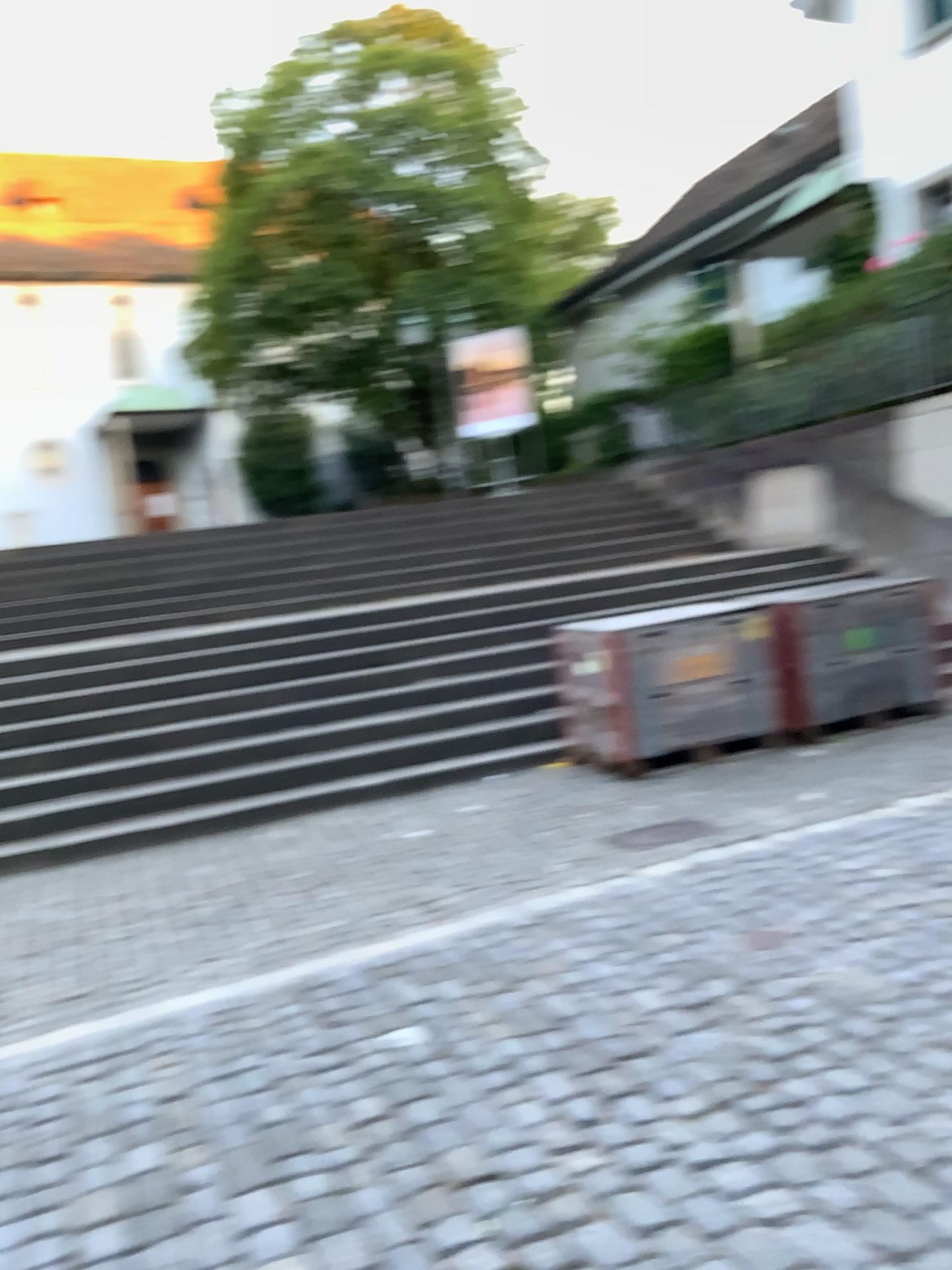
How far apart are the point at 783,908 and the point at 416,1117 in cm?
186
